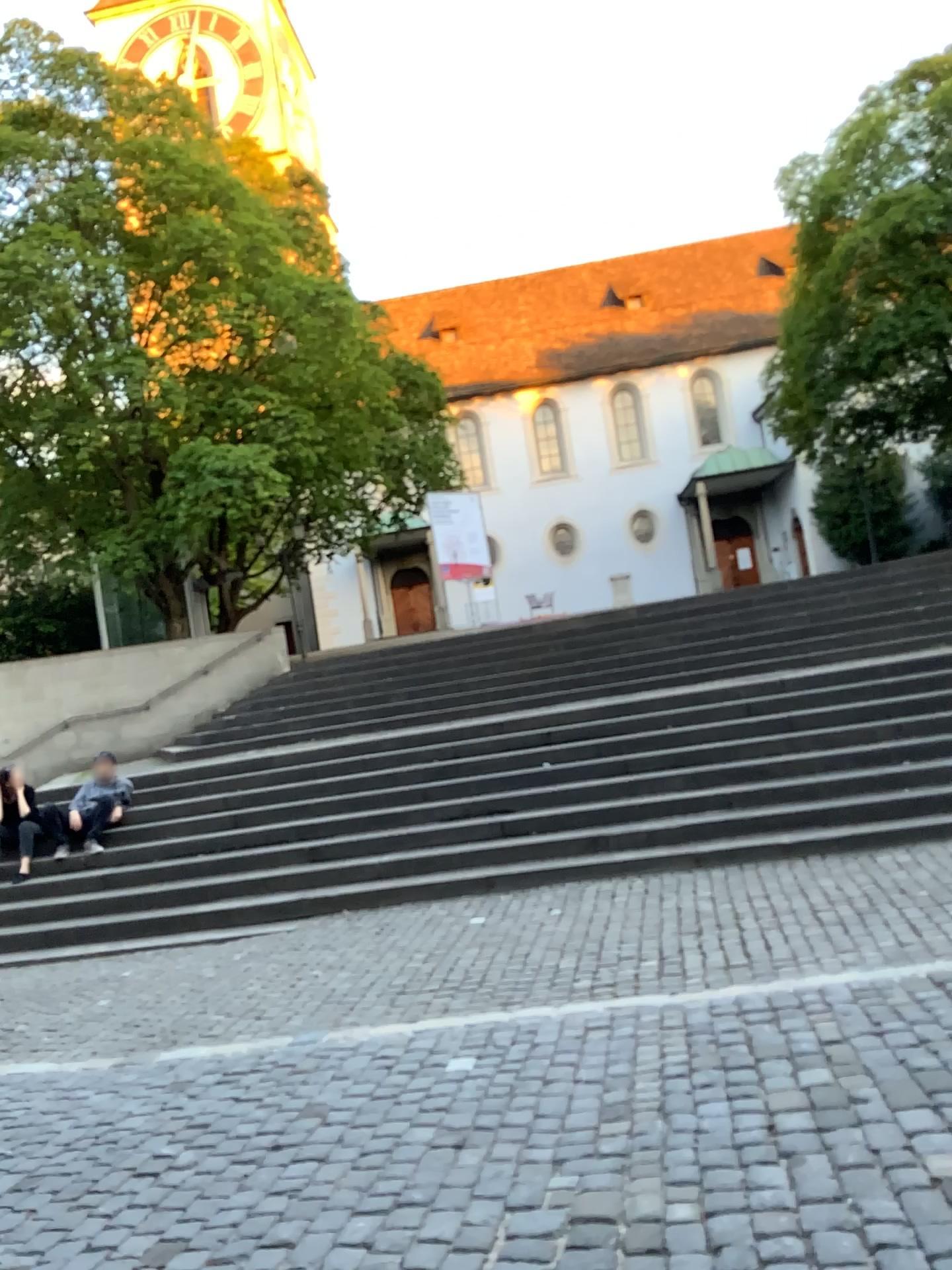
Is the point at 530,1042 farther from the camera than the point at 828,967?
No
